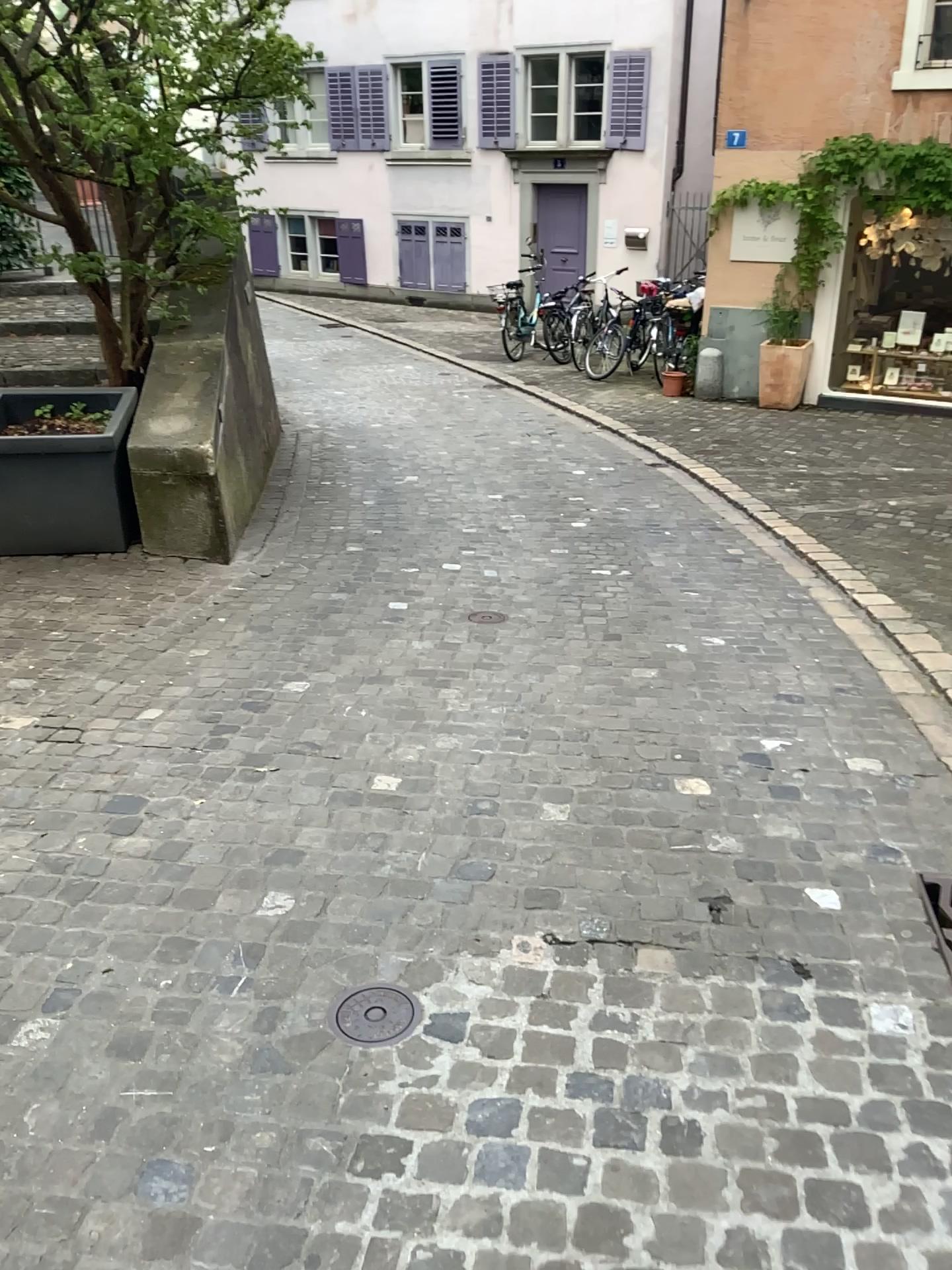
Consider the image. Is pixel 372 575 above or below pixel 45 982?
below

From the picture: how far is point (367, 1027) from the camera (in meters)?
2.11

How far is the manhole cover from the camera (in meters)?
2.11
